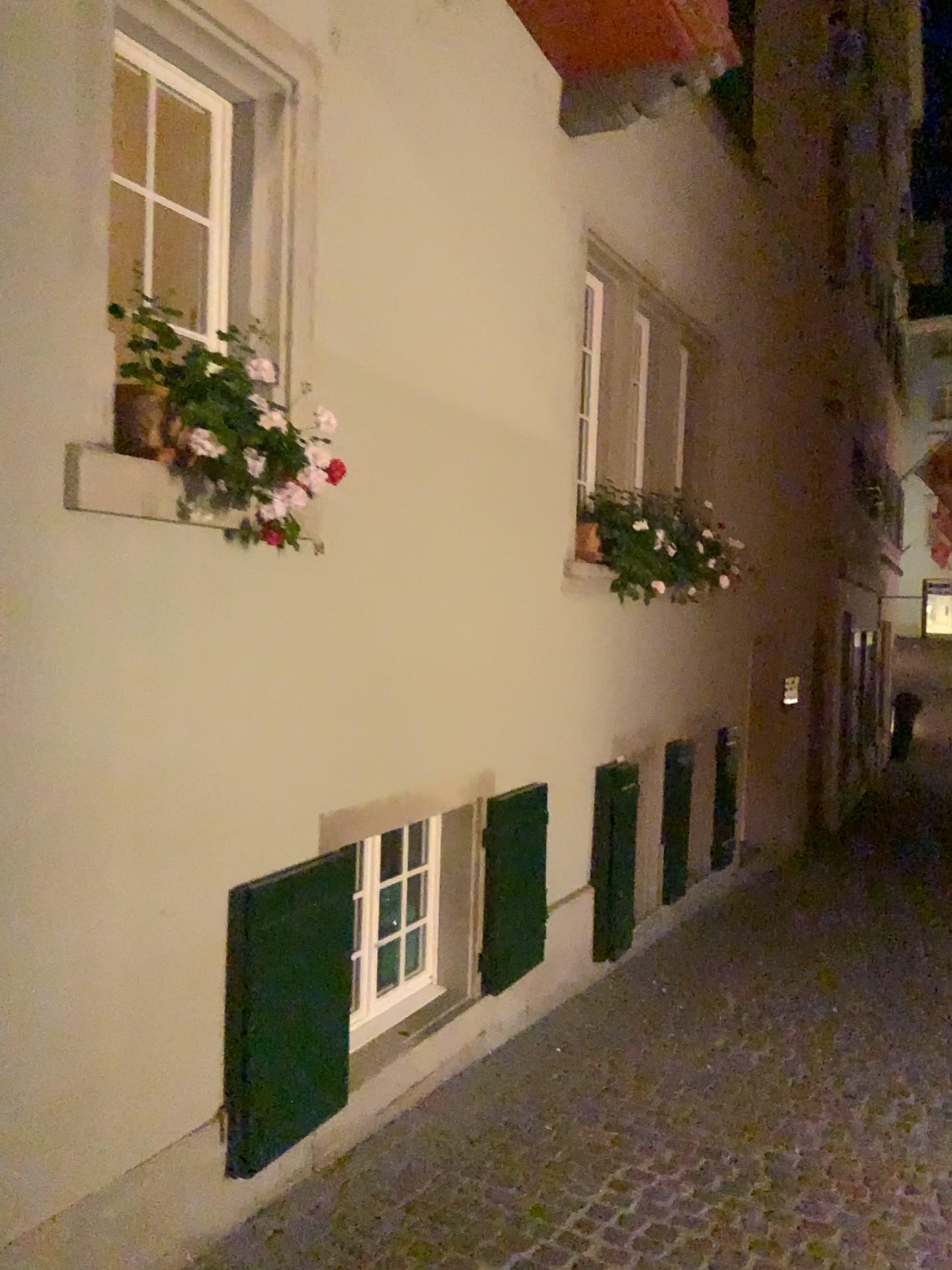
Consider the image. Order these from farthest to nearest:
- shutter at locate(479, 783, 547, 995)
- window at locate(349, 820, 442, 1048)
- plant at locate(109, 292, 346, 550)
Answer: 1. shutter at locate(479, 783, 547, 995)
2. window at locate(349, 820, 442, 1048)
3. plant at locate(109, 292, 346, 550)

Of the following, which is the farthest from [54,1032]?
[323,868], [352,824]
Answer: [352,824]

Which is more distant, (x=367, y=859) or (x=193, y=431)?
(x=367, y=859)

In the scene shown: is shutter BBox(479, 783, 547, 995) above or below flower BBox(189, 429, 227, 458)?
below

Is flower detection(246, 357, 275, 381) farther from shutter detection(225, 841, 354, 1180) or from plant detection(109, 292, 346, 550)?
shutter detection(225, 841, 354, 1180)

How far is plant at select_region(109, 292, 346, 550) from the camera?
2.6m

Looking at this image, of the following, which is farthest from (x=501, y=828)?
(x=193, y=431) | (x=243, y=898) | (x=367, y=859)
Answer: (x=193, y=431)

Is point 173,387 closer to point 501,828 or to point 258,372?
point 258,372

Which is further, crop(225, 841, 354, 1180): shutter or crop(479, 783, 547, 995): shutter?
crop(479, 783, 547, 995): shutter

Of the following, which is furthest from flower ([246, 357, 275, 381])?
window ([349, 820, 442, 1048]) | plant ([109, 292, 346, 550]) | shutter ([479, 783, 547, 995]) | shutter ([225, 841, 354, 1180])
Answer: shutter ([479, 783, 547, 995])
